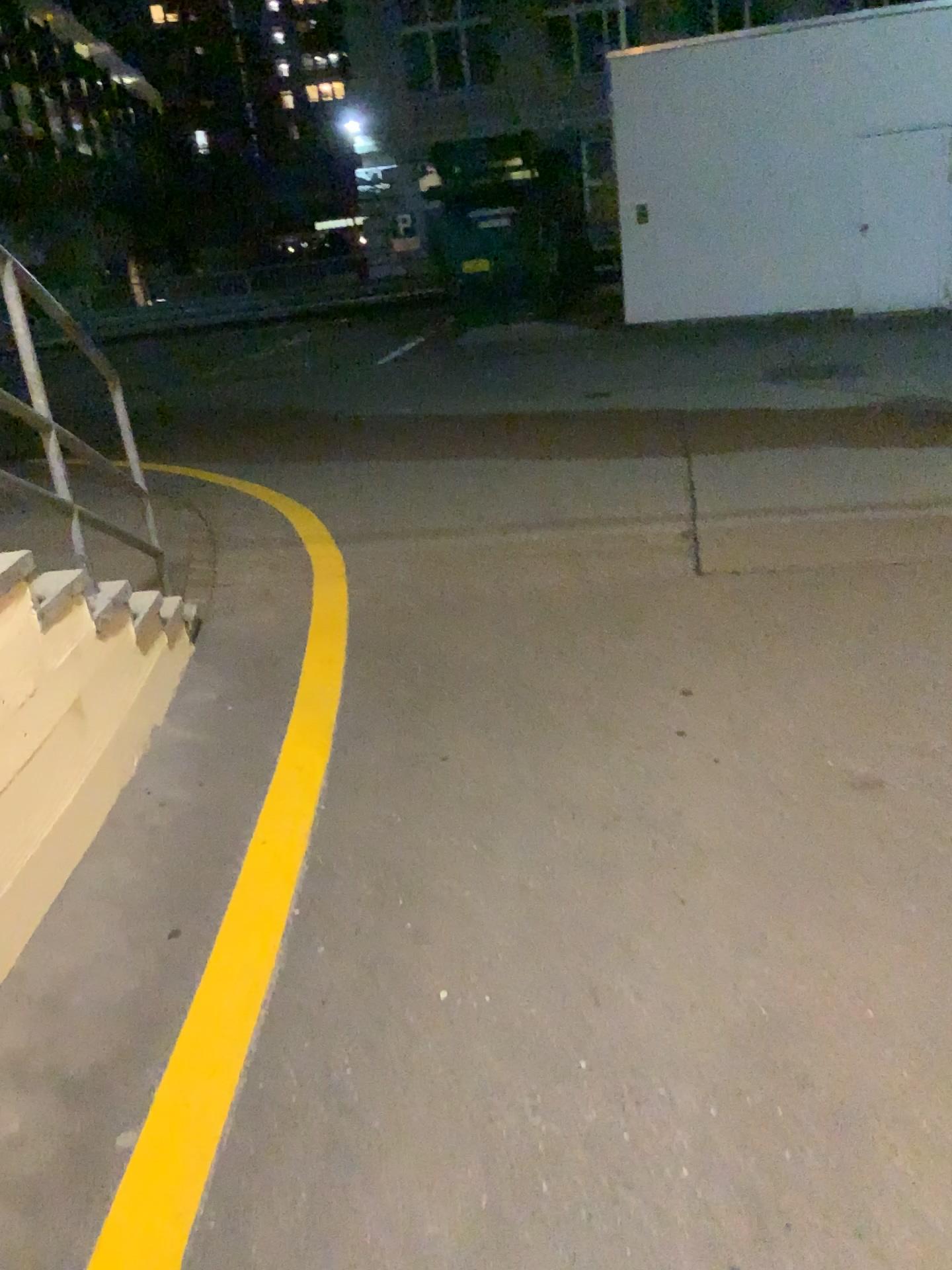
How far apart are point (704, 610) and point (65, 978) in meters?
2.5 m
